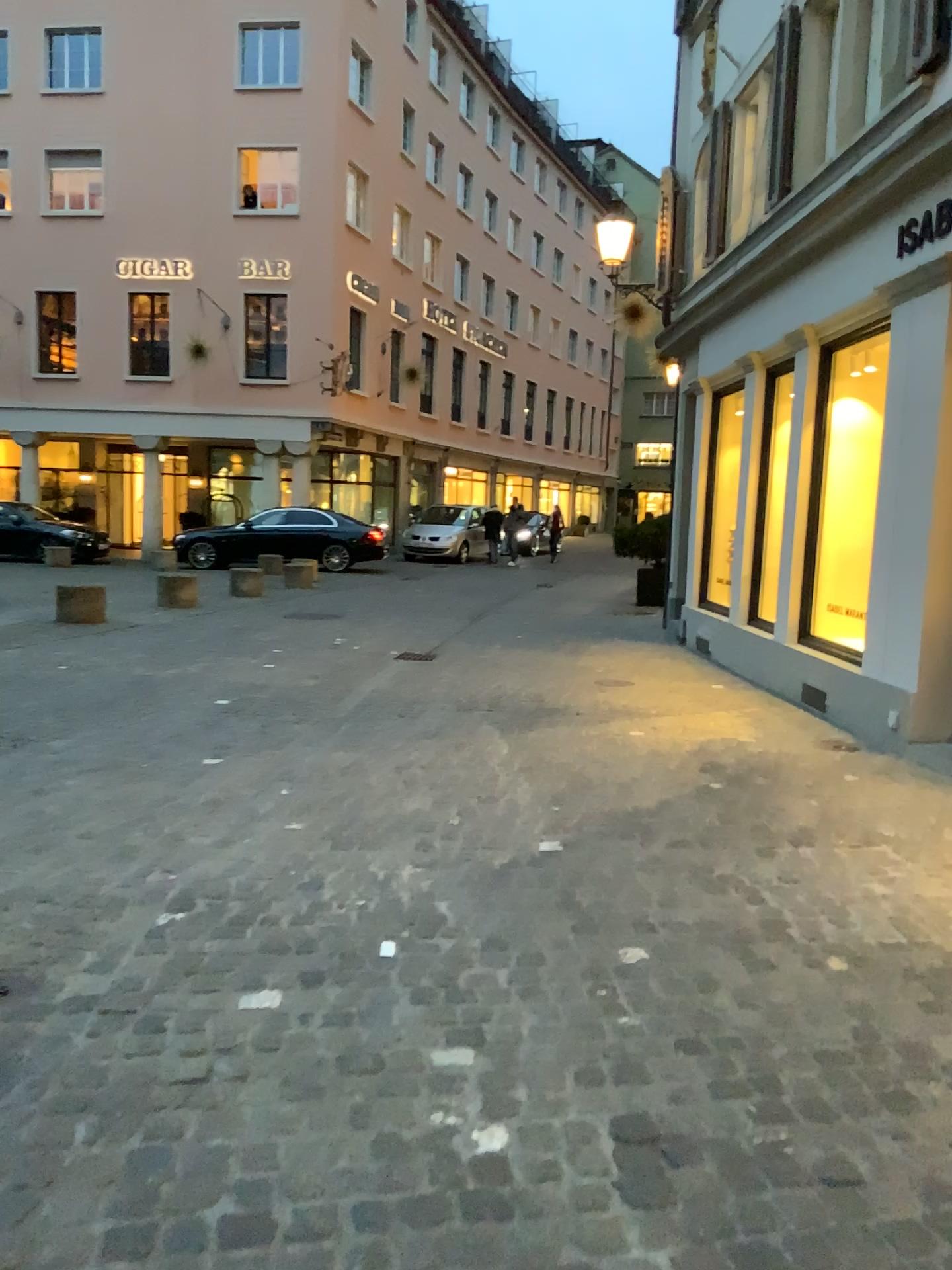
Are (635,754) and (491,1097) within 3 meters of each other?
no
